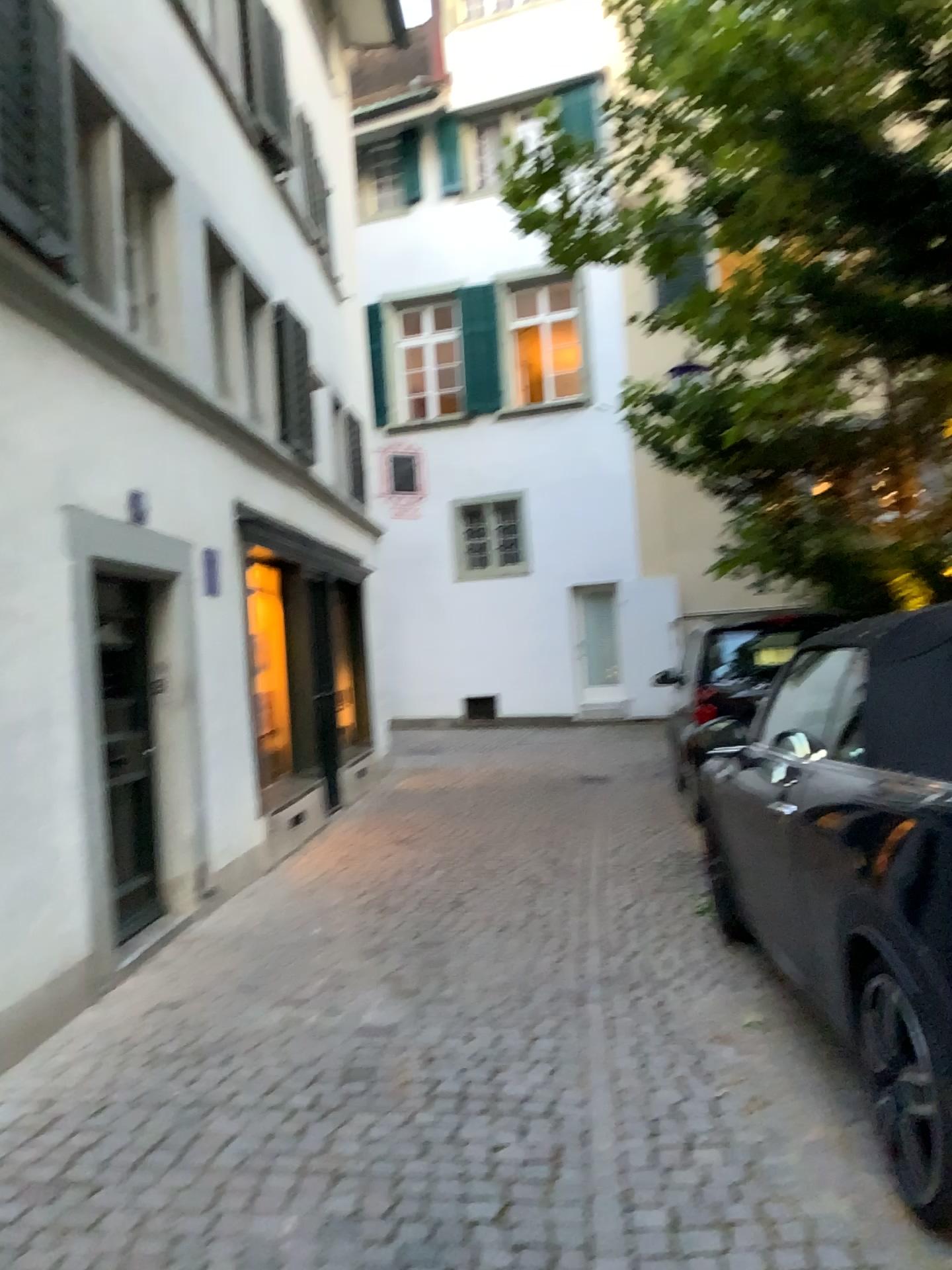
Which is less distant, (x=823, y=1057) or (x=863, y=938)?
(x=863, y=938)
